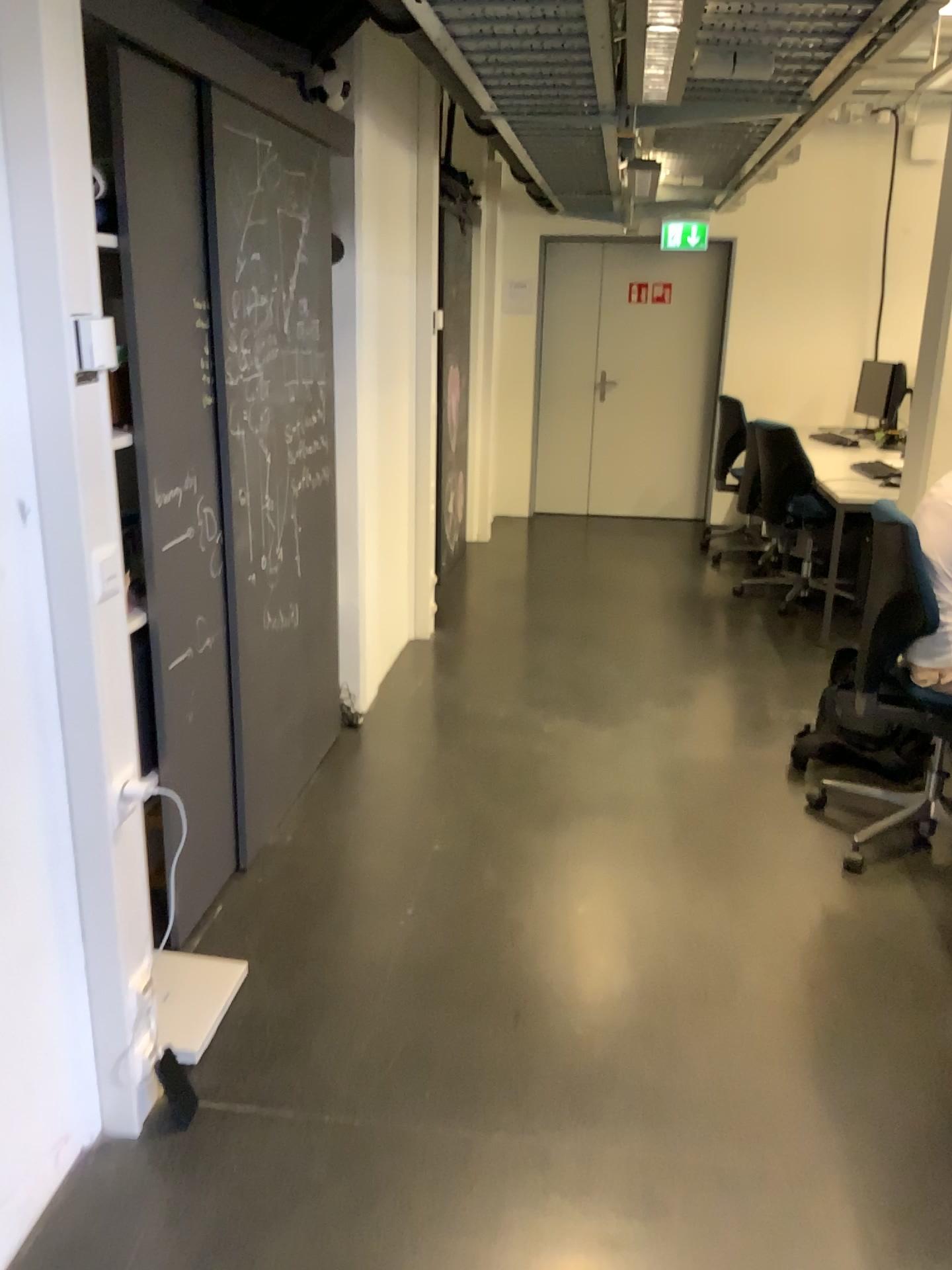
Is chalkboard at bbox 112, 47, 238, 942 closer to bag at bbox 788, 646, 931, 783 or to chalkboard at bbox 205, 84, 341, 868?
chalkboard at bbox 205, 84, 341, 868

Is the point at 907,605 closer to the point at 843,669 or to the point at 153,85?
the point at 843,669

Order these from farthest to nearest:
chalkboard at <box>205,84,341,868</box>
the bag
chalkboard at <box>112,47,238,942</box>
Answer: the bag < chalkboard at <box>205,84,341,868</box> < chalkboard at <box>112,47,238,942</box>

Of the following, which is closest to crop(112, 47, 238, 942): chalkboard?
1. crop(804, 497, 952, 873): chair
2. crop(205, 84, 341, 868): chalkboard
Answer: crop(205, 84, 341, 868): chalkboard

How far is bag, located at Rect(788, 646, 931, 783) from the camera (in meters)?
3.30

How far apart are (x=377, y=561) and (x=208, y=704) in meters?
1.7 m

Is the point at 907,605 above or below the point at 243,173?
below

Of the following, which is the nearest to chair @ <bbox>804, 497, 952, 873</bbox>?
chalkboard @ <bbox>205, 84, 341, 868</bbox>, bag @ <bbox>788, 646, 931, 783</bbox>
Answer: bag @ <bbox>788, 646, 931, 783</bbox>

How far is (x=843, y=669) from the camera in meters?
3.3

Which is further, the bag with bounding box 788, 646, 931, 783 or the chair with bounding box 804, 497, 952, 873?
the bag with bounding box 788, 646, 931, 783
